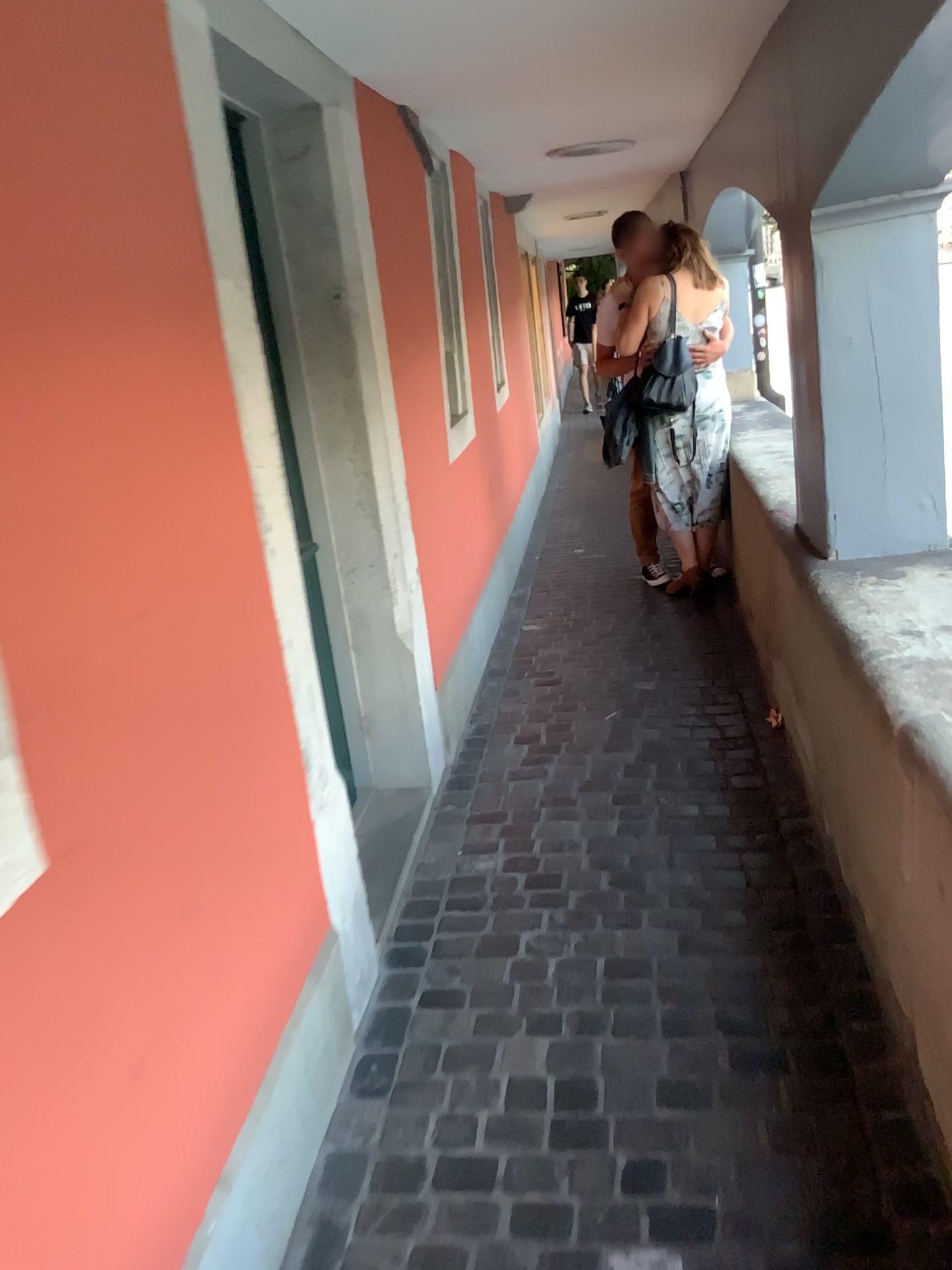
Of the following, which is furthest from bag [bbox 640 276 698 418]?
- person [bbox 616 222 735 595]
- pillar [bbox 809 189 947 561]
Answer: pillar [bbox 809 189 947 561]

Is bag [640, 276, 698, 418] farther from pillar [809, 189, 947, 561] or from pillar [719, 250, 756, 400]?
pillar [809, 189, 947, 561]

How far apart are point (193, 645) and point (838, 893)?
1.49m

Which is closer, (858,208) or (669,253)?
(858,208)

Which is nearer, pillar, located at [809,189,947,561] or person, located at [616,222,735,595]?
pillar, located at [809,189,947,561]

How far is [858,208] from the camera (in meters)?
2.53

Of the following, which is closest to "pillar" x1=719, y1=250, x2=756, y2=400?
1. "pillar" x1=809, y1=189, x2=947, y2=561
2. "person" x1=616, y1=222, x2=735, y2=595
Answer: "person" x1=616, y1=222, x2=735, y2=595

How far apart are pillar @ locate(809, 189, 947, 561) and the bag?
1.99m

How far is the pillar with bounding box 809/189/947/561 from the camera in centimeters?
253cm

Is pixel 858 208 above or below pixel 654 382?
above
